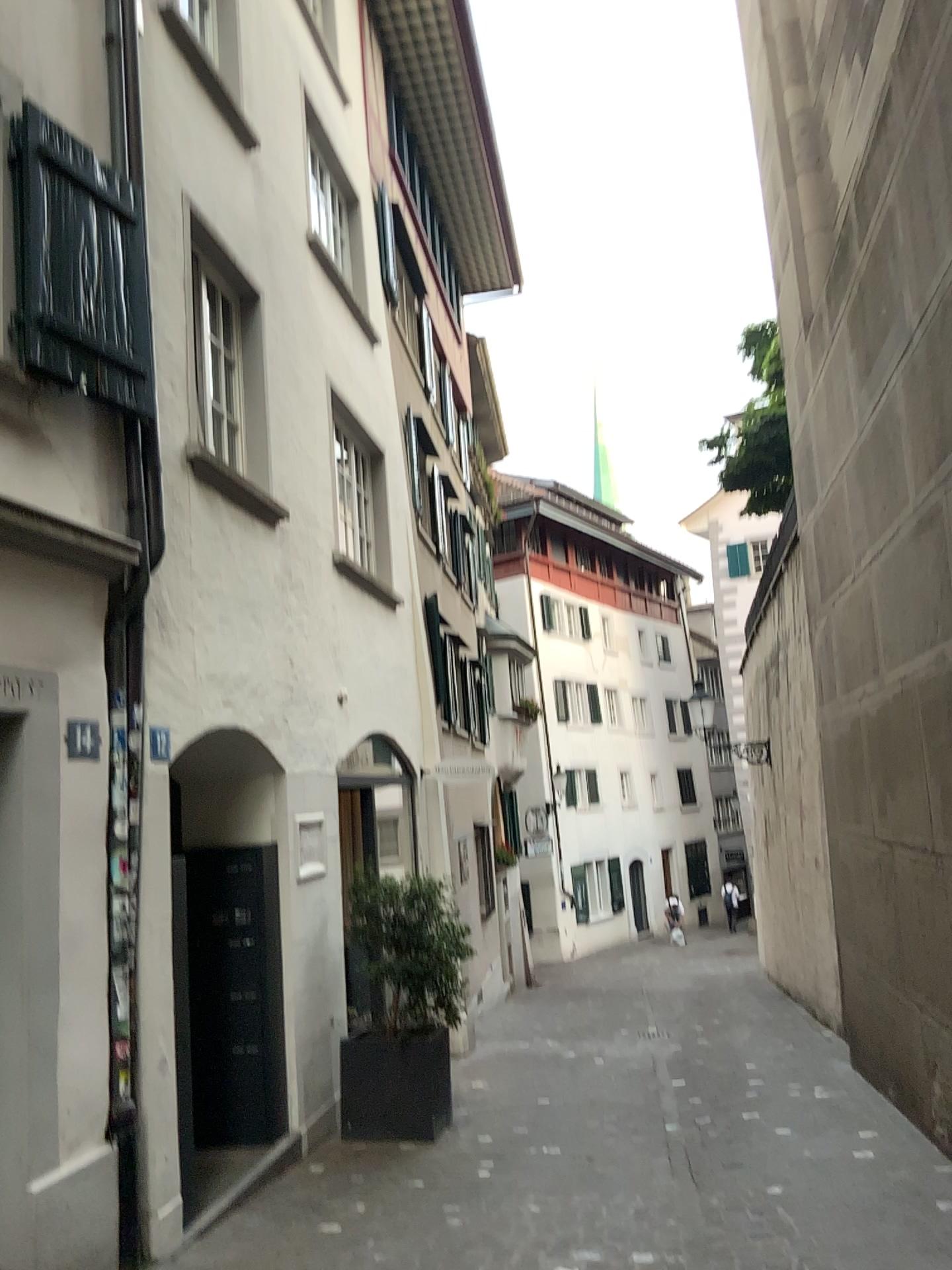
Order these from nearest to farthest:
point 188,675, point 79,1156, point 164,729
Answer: point 79,1156 < point 164,729 < point 188,675
